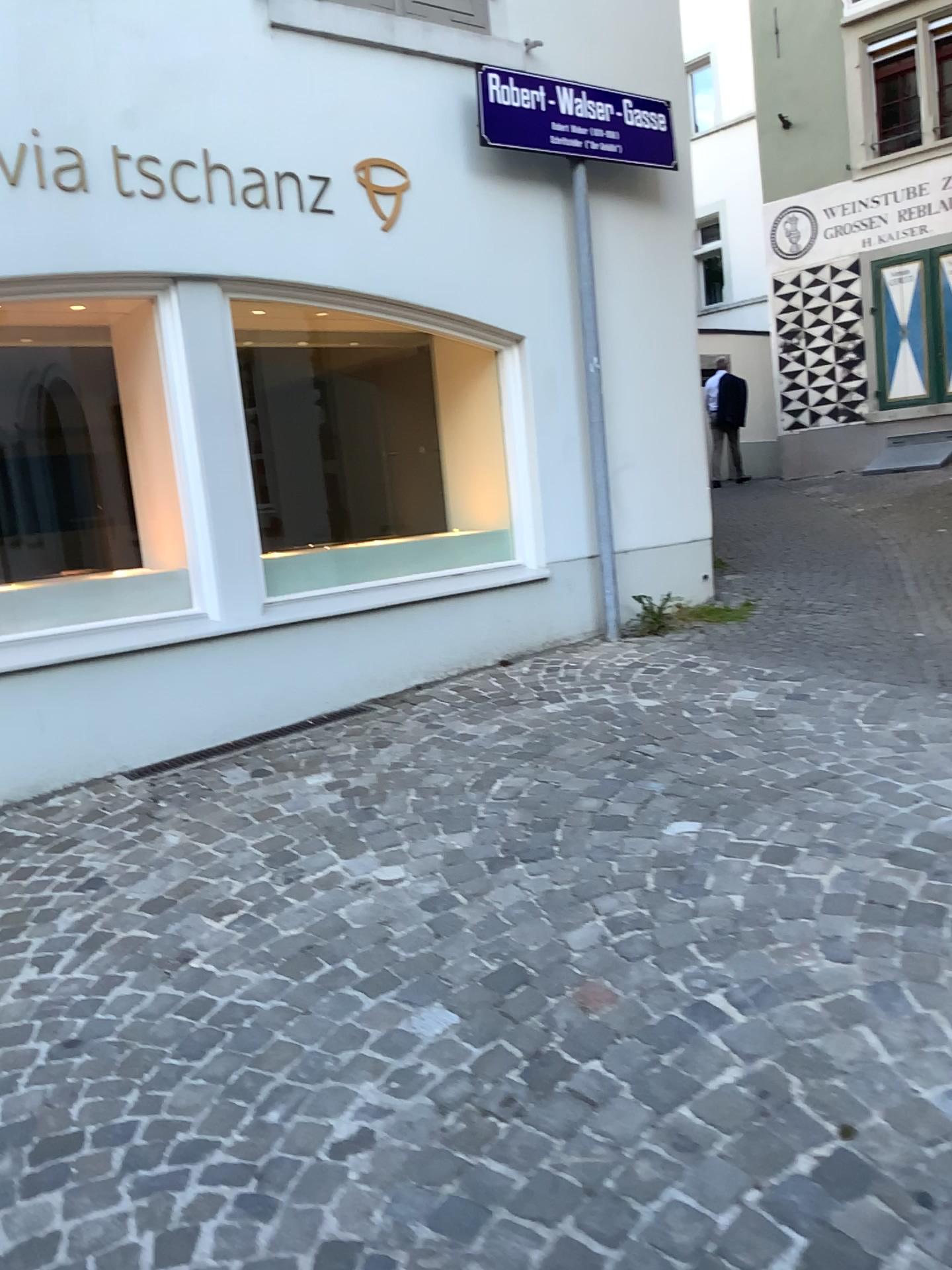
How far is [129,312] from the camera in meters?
4.4

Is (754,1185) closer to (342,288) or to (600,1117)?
(600,1117)

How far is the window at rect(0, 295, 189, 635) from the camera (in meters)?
4.45
